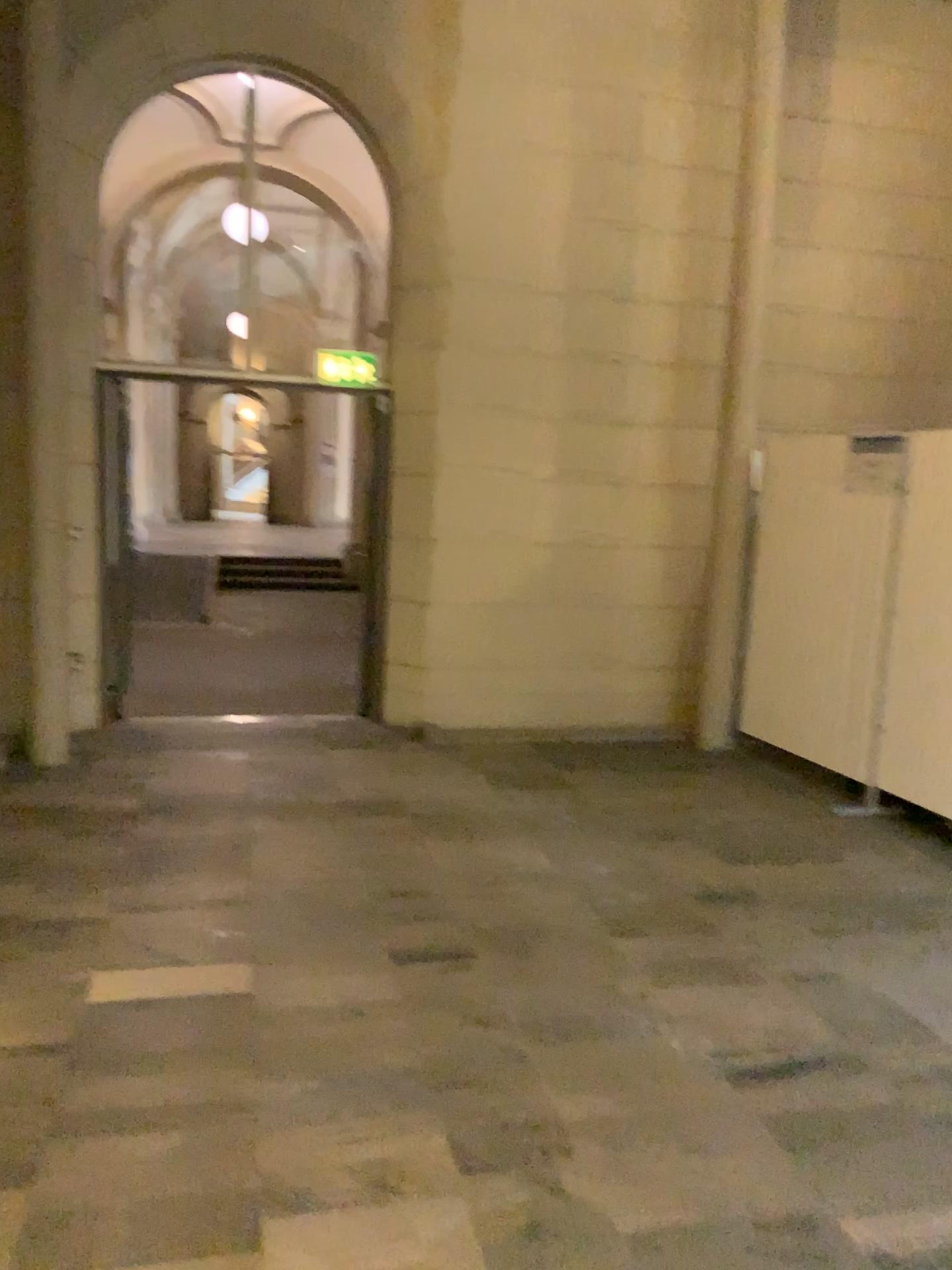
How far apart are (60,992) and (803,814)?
3.57m
